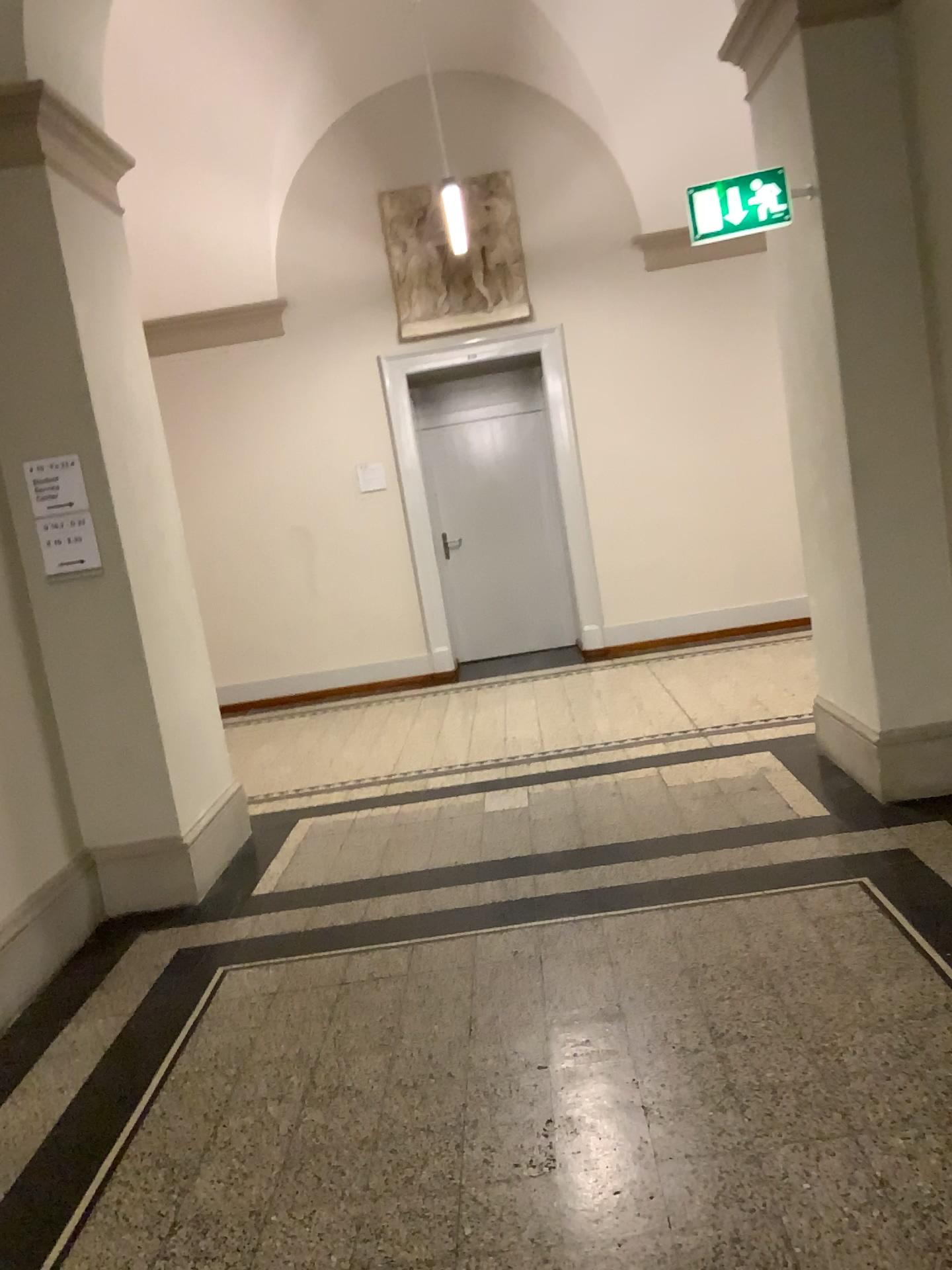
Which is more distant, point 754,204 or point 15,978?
point 754,204

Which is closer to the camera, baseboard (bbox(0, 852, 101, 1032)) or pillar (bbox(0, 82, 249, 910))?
baseboard (bbox(0, 852, 101, 1032))

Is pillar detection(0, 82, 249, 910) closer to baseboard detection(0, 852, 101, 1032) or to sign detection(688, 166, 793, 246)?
baseboard detection(0, 852, 101, 1032)

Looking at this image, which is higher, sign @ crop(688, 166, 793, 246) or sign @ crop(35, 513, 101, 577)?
sign @ crop(688, 166, 793, 246)

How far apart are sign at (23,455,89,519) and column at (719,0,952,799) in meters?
2.8 m

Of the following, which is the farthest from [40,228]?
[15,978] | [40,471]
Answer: [15,978]

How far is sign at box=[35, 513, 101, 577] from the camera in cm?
391

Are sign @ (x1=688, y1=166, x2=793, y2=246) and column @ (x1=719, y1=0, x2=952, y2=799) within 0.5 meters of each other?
yes

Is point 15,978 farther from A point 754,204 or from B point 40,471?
A point 754,204

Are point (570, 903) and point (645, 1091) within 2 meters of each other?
yes
